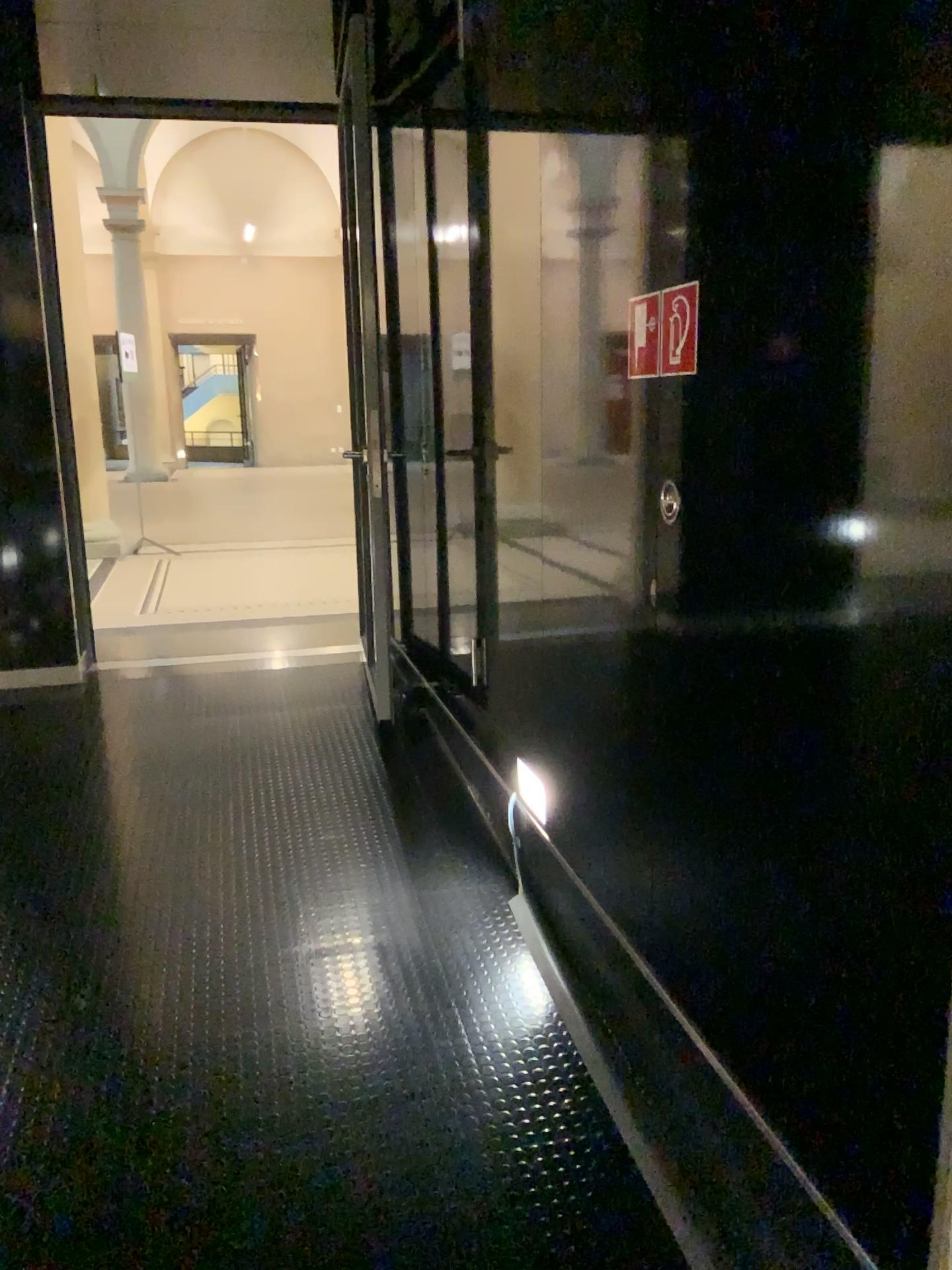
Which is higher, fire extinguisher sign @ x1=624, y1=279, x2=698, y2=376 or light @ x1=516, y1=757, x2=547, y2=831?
fire extinguisher sign @ x1=624, y1=279, x2=698, y2=376

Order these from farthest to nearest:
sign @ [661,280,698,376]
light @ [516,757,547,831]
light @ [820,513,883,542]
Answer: light @ [516,757,547,831]
sign @ [661,280,698,376]
light @ [820,513,883,542]

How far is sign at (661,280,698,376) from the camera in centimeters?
180cm

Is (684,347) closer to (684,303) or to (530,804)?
(684,303)

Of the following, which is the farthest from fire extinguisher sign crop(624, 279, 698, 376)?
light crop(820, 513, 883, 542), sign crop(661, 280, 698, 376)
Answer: light crop(820, 513, 883, 542)

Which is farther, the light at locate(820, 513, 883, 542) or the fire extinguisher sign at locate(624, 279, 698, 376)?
the fire extinguisher sign at locate(624, 279, 698, 376)

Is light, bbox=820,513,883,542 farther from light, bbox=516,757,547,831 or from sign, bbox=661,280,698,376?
light, bbox=516,757,547,831

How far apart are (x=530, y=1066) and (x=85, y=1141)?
0.91m

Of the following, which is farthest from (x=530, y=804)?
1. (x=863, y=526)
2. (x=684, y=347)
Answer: (x=863, y=526)

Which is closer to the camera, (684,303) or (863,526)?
(863,526)
